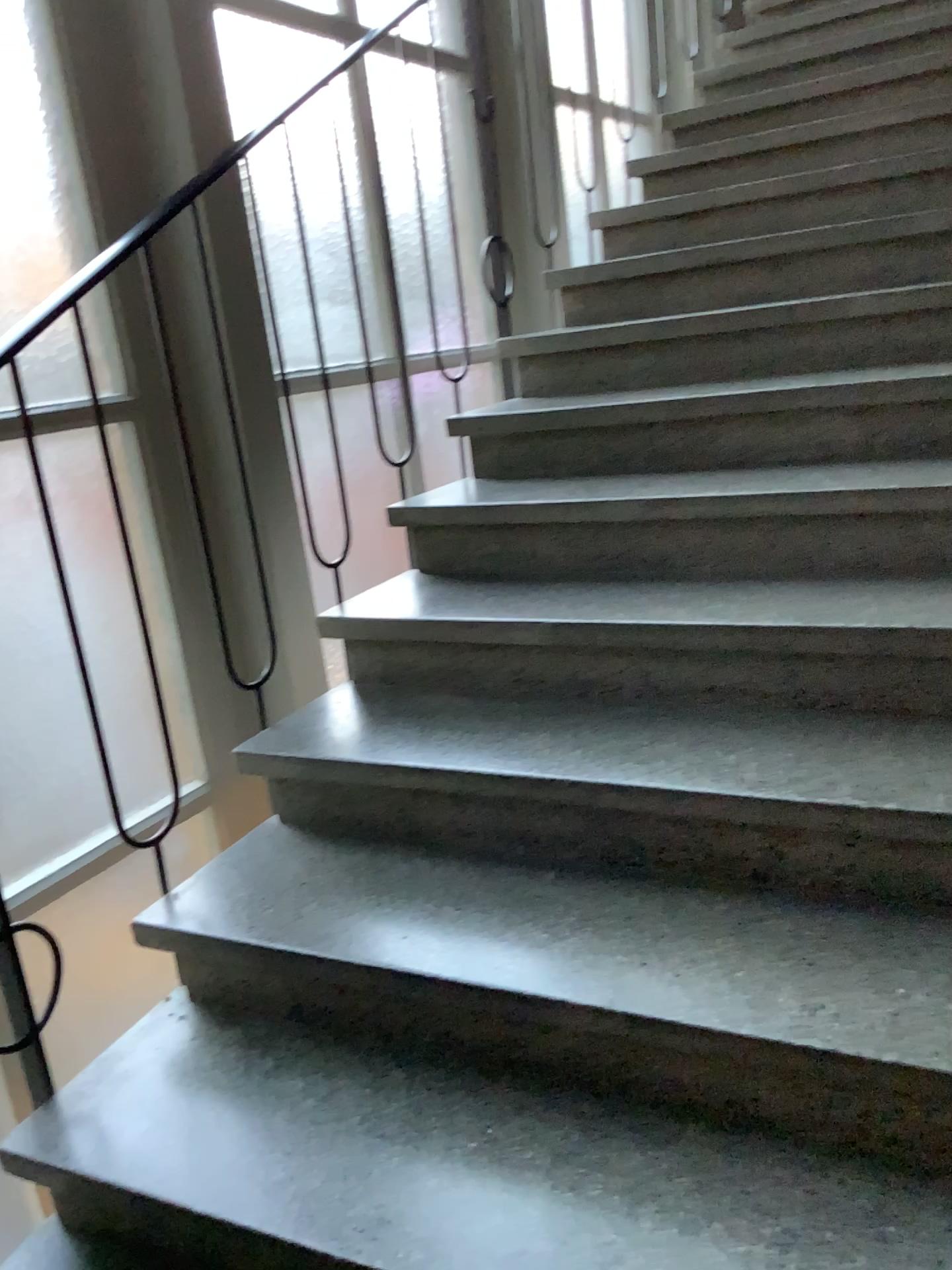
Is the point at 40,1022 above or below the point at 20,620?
below

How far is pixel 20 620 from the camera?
2.0m

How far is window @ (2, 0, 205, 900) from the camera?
2.0m

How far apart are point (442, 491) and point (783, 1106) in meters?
1.6
